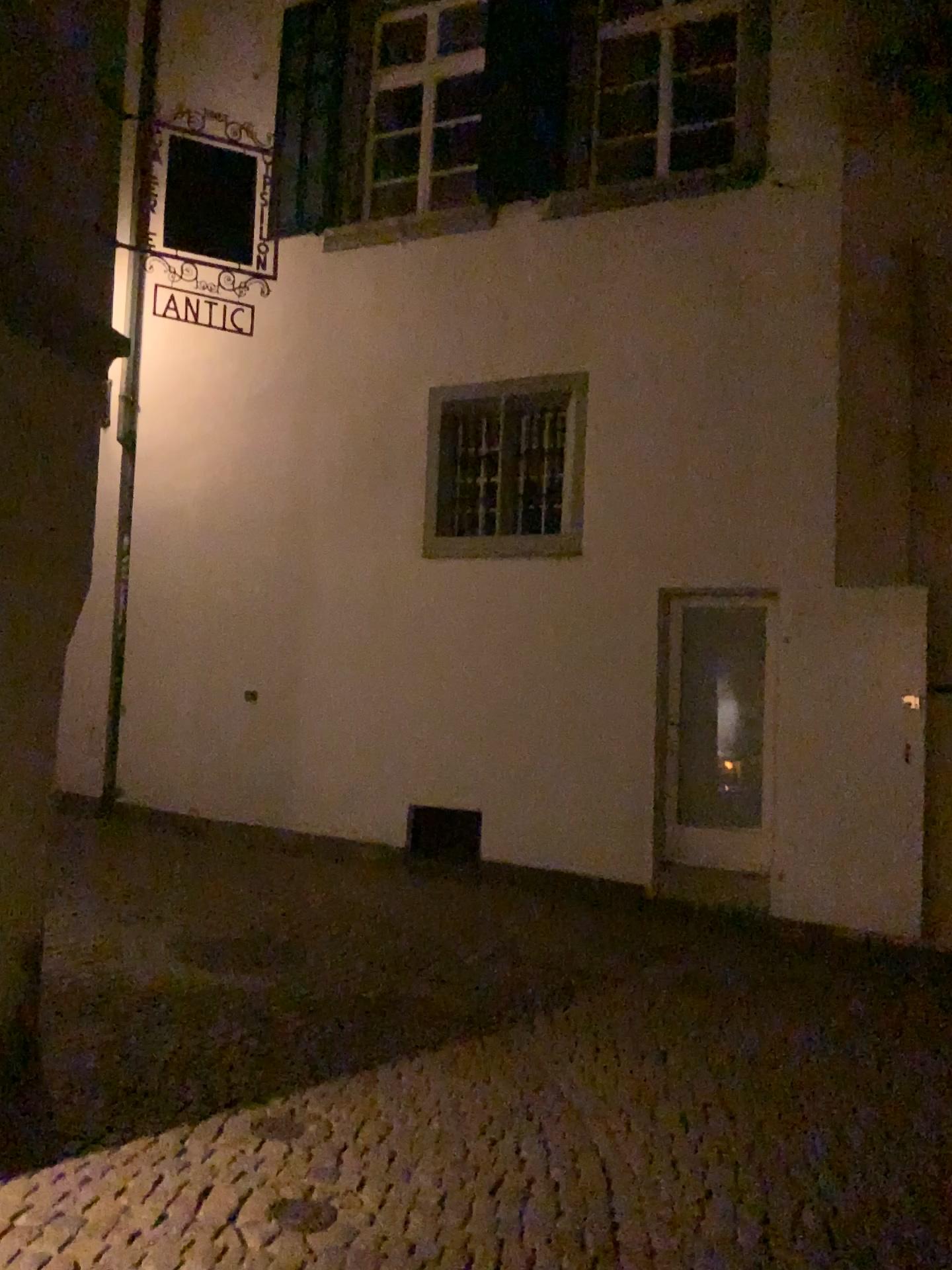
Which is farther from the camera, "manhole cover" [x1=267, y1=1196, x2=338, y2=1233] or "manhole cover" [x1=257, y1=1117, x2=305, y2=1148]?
"manhole cover" [x1=257, y1=1117, x2=305, y2=1148]

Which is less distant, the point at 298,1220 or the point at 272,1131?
the point at 298,1220

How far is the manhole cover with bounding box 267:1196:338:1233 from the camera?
3.11m

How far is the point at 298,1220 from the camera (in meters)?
3.11

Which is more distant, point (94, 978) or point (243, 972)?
point (243, 972)
